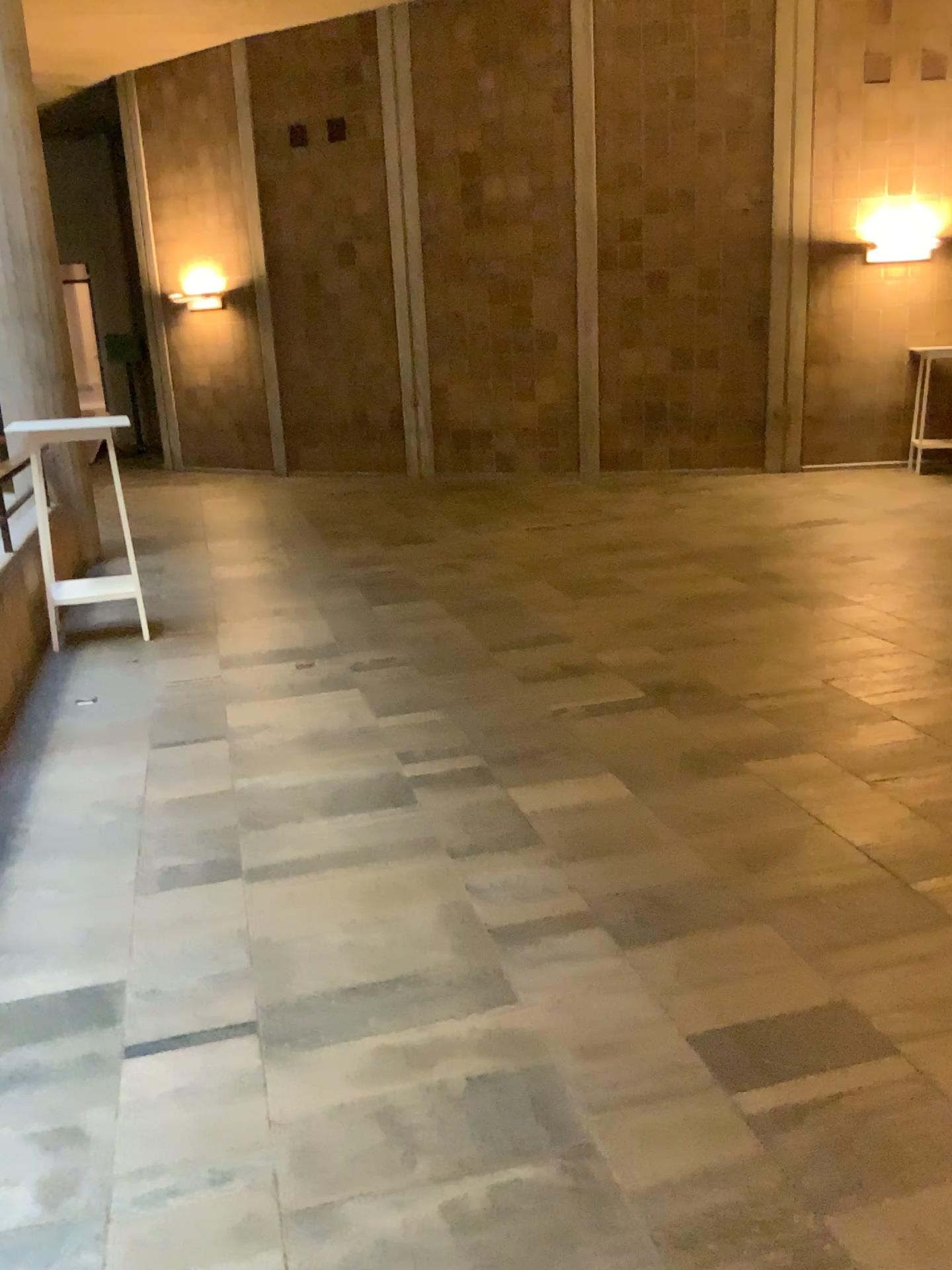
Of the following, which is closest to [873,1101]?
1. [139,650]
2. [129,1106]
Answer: [129,1106]
